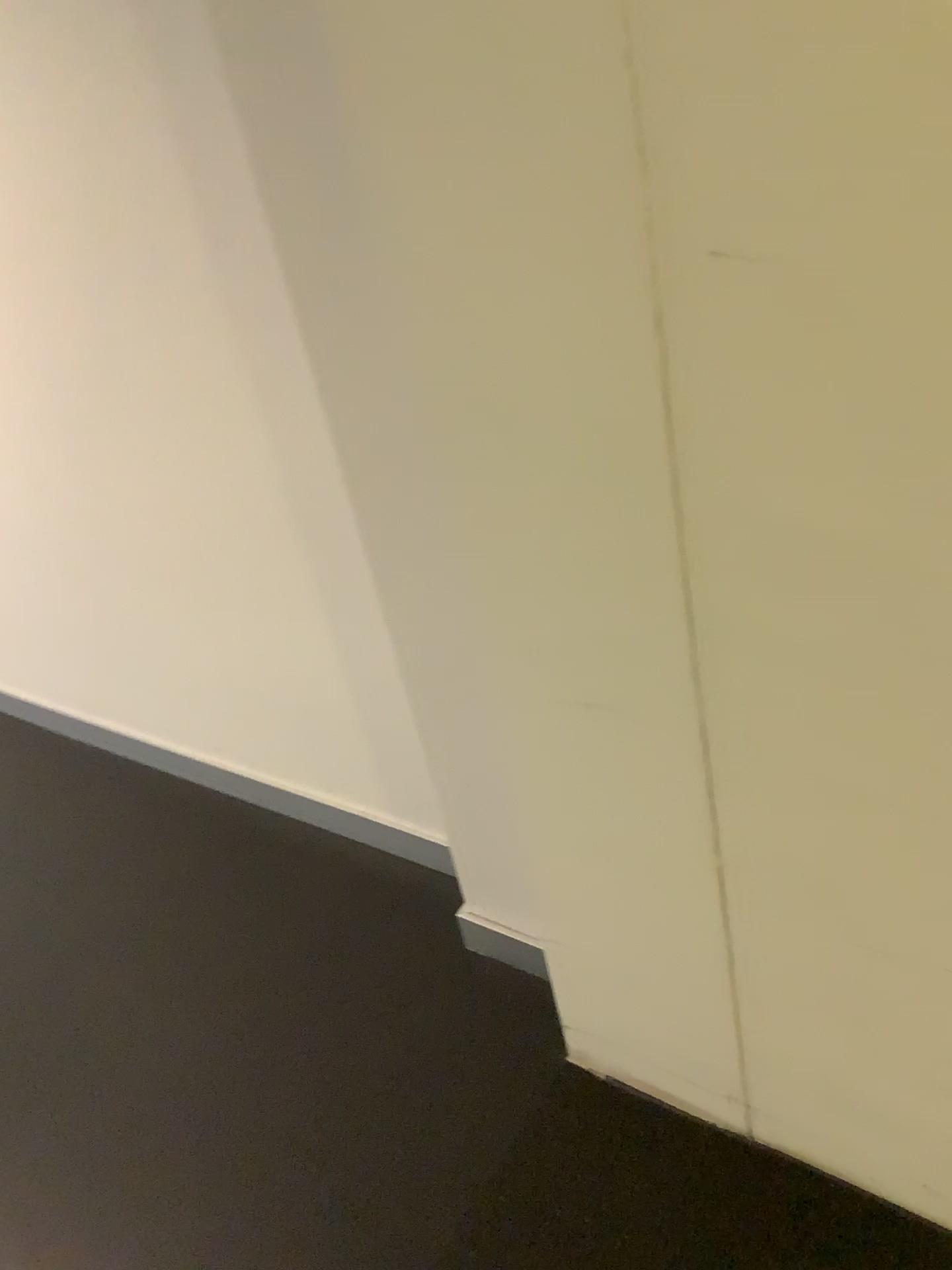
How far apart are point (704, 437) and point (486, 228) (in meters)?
0.26

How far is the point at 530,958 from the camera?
1.7 meters

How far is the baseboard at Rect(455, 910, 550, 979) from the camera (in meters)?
1.72
